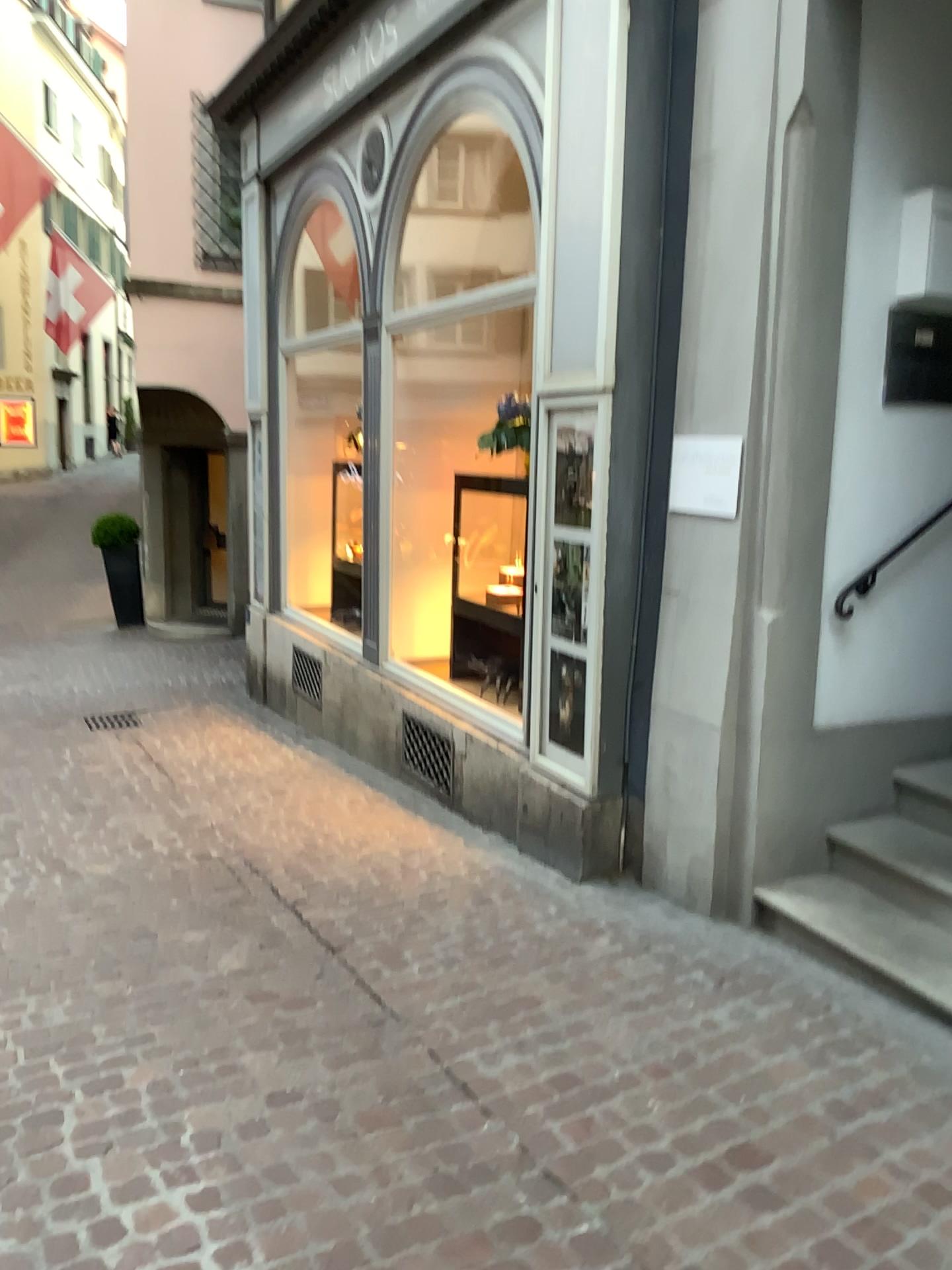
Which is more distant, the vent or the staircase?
the vent

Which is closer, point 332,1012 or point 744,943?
point 332,1012

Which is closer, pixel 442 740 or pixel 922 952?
pixel 922 952
